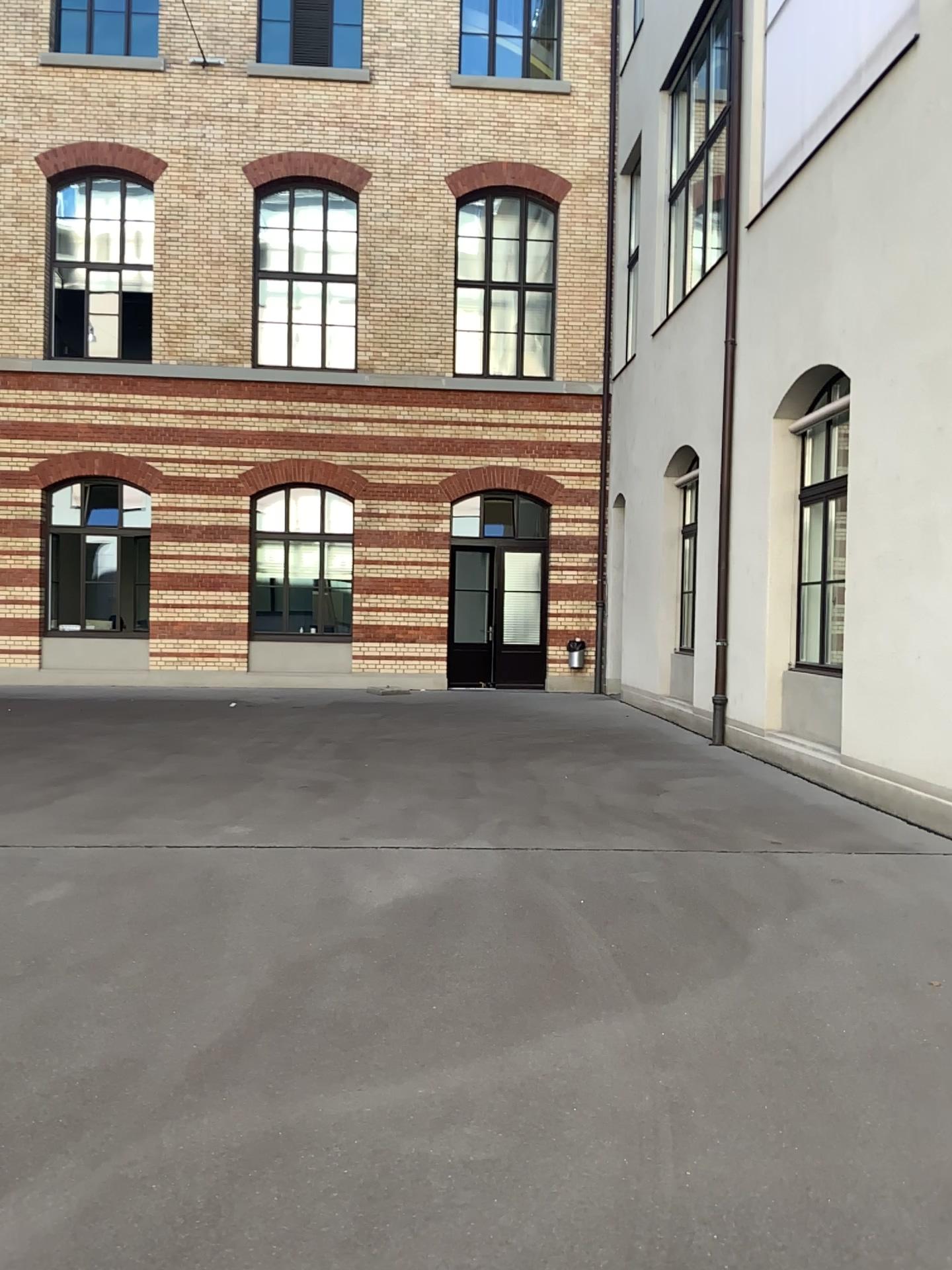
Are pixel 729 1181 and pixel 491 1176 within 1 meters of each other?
yes
